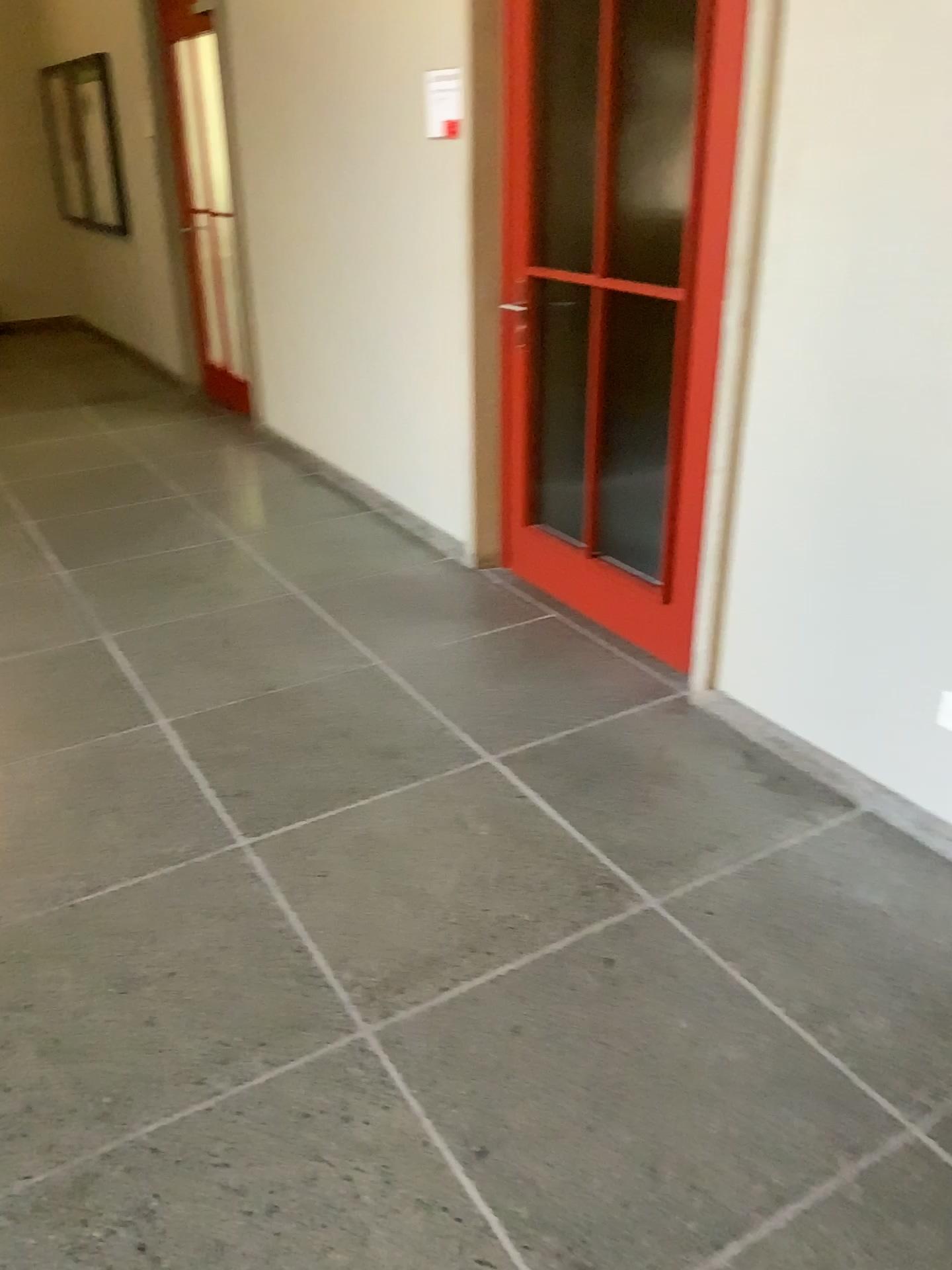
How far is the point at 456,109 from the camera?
3.5m

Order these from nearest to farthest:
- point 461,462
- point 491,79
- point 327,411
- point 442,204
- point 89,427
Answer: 1. point 491,79
2. point 442,204
3. point 461,462
4. point 327,411
5. point 89,427

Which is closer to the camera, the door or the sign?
the door

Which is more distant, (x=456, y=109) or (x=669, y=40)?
(x=456, y=109)

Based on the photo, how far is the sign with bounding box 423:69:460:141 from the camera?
3.5 meters
